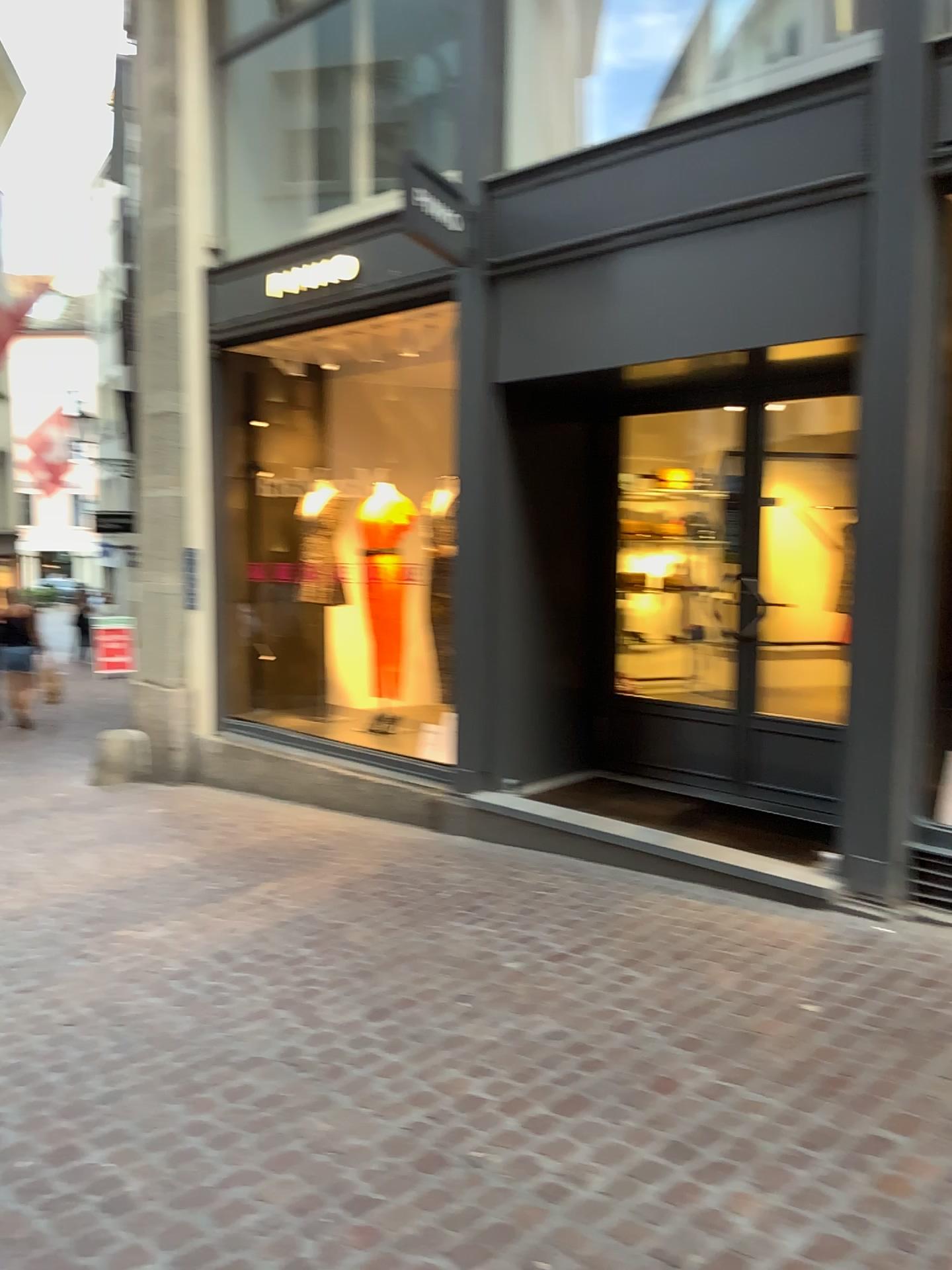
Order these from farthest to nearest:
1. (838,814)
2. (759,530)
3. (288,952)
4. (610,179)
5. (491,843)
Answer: (491,843) → (610,179) → (759,530) → (838,814) → (288,952)

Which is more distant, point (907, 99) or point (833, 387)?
point (833, 387)

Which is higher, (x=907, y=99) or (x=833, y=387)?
(x=907, y=99)

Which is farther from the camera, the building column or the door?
the door
